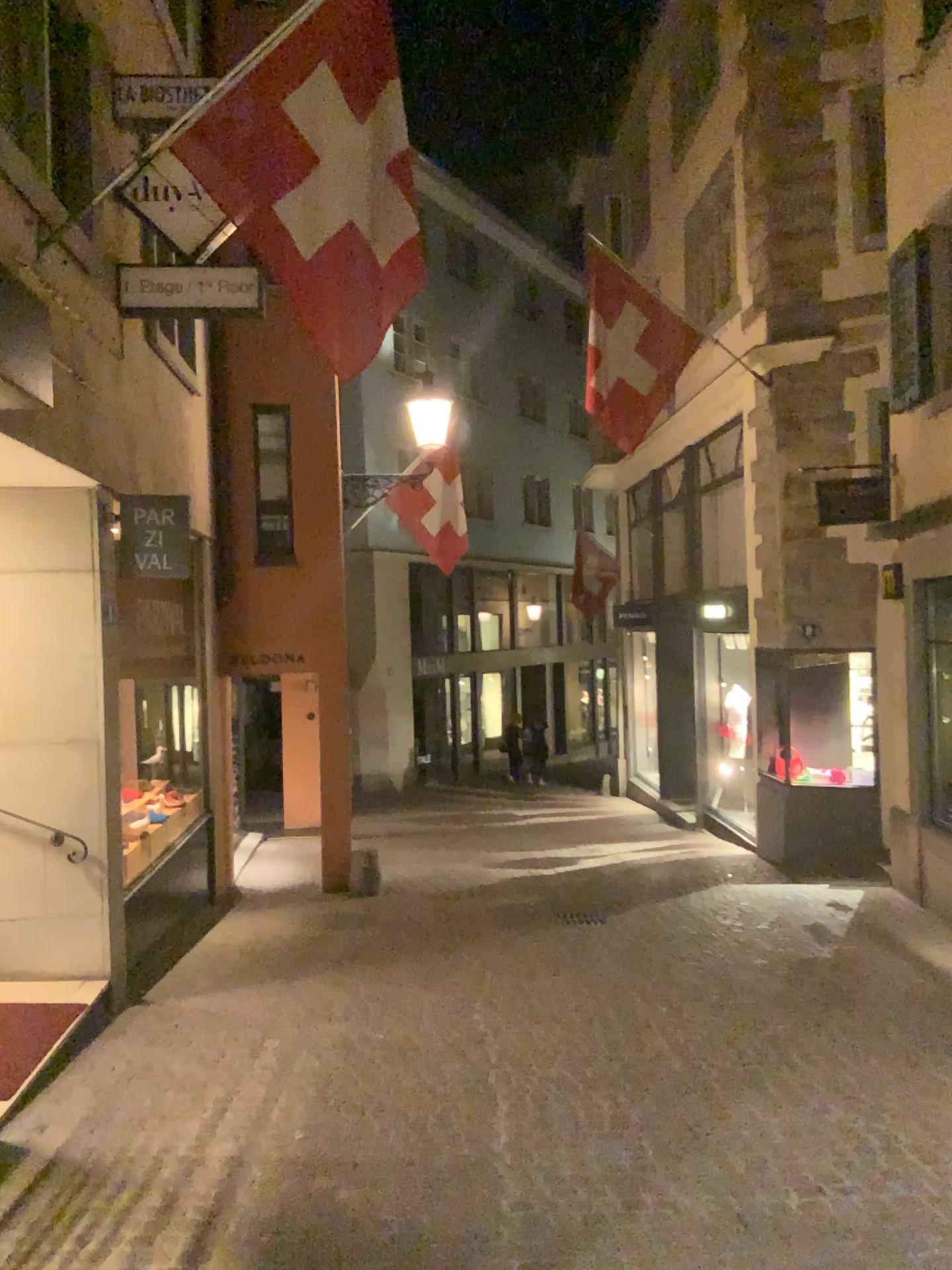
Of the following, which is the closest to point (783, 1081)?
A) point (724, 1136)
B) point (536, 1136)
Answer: point (724, 1136)
